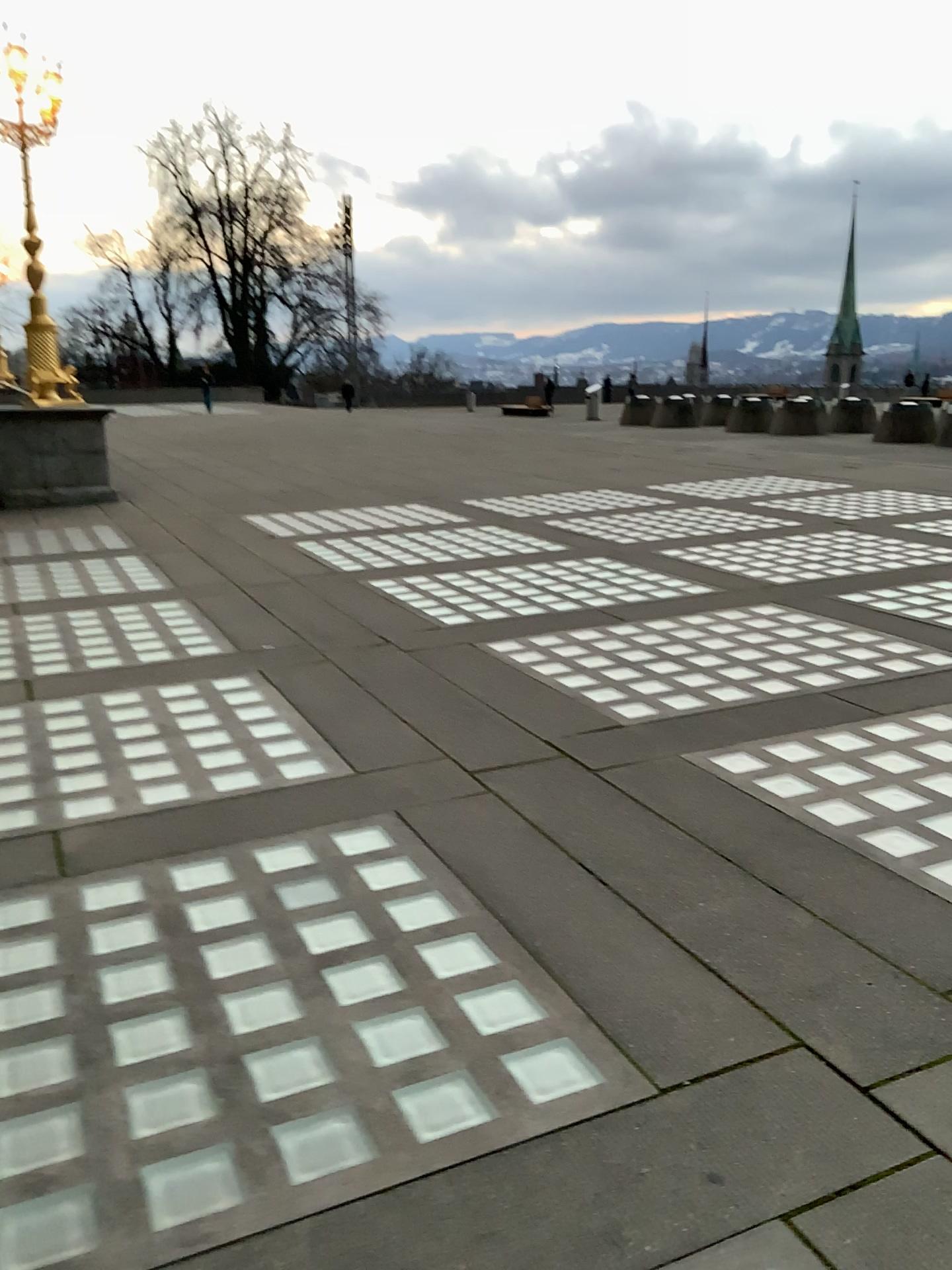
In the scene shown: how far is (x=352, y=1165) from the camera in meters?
2.1
